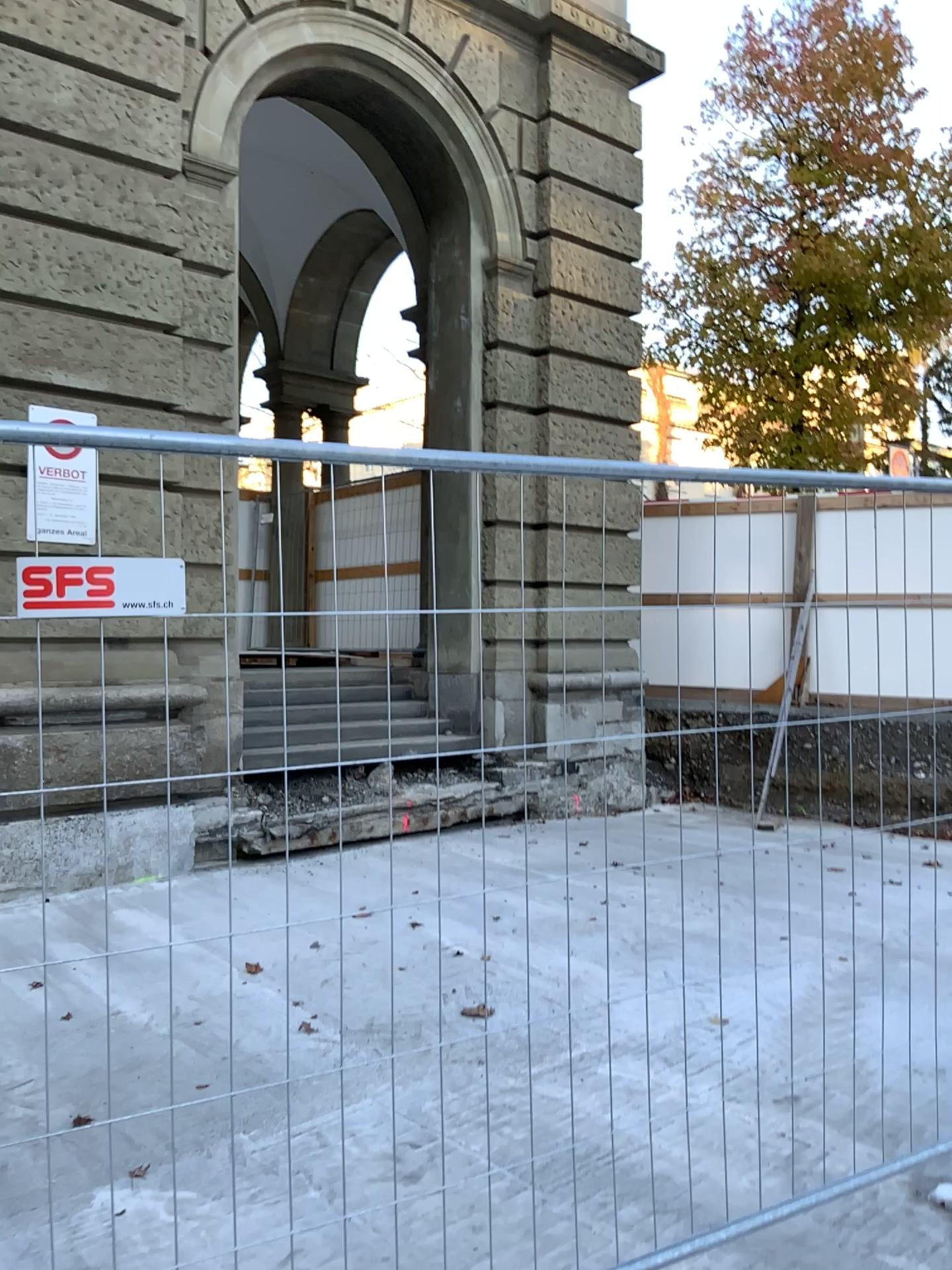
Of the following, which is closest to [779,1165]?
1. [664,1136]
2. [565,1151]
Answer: [664,1136]
